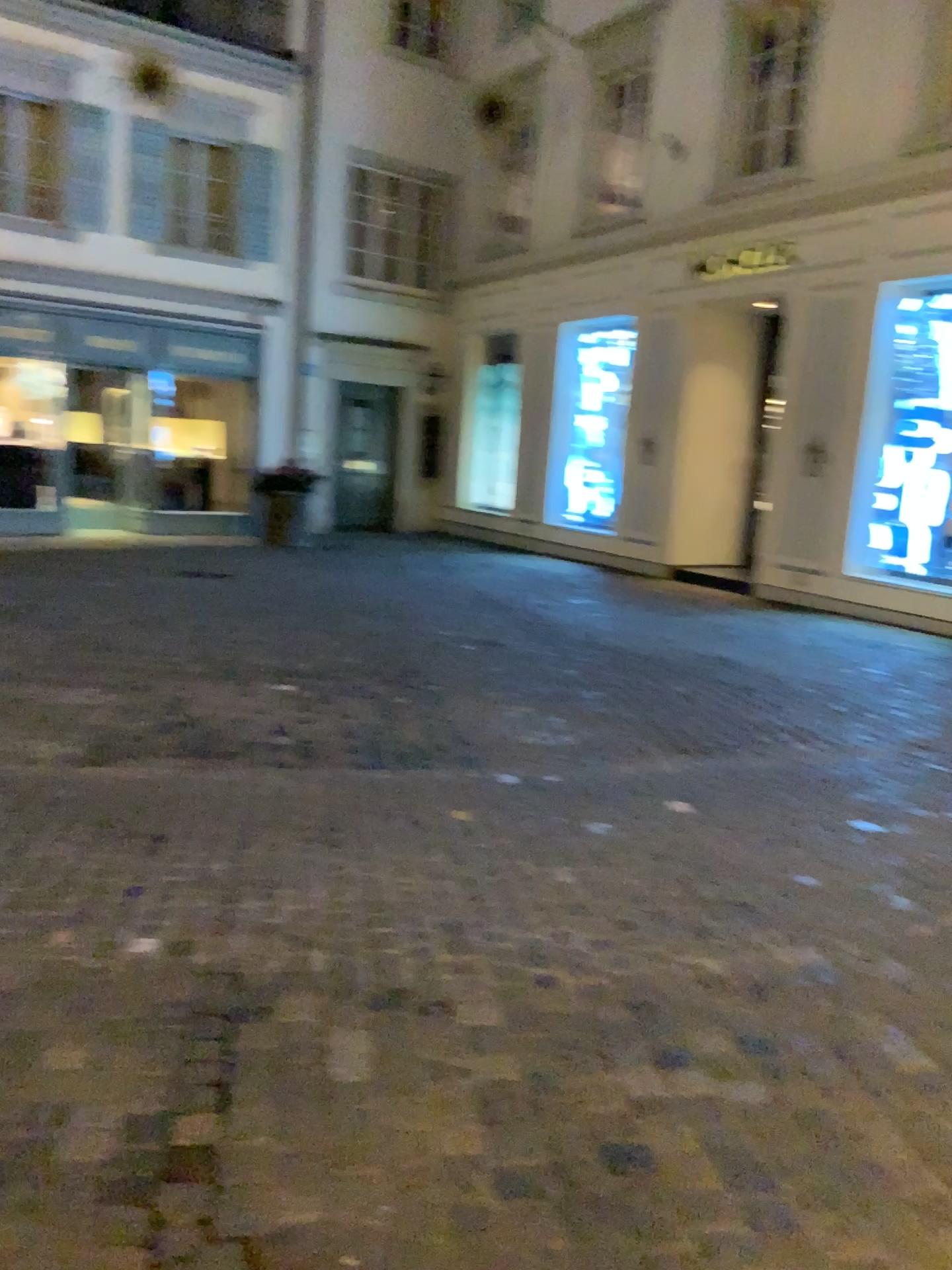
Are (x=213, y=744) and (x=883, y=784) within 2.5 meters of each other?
no
